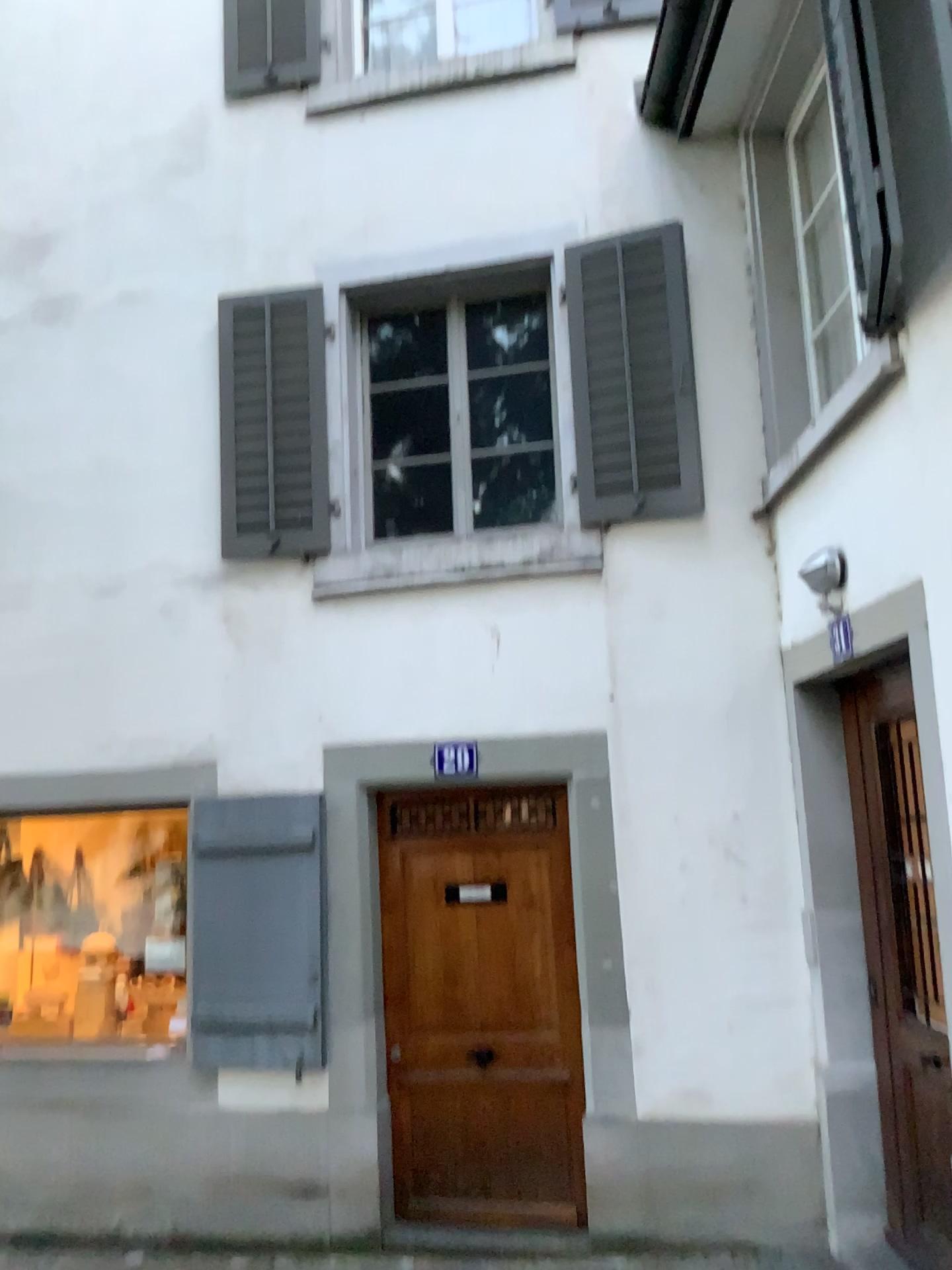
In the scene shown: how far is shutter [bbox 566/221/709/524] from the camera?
4.81m

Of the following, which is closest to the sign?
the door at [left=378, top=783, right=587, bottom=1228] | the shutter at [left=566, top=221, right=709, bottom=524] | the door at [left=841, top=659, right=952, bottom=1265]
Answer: the door at [left=378, top=783, right=587, bottom=1228]

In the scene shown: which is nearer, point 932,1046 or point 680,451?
point 932,1046

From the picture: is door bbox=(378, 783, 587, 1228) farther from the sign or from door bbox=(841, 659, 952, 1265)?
door bbox=(841, 659, 952, 1265)

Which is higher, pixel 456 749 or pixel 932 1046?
pixel 456 749

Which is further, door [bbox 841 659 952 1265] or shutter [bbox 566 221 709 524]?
shutter [bbox 566 221 709 524]

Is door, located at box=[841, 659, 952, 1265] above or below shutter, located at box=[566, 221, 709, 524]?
below

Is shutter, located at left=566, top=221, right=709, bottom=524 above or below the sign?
above

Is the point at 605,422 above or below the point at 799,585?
above

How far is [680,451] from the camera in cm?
481
